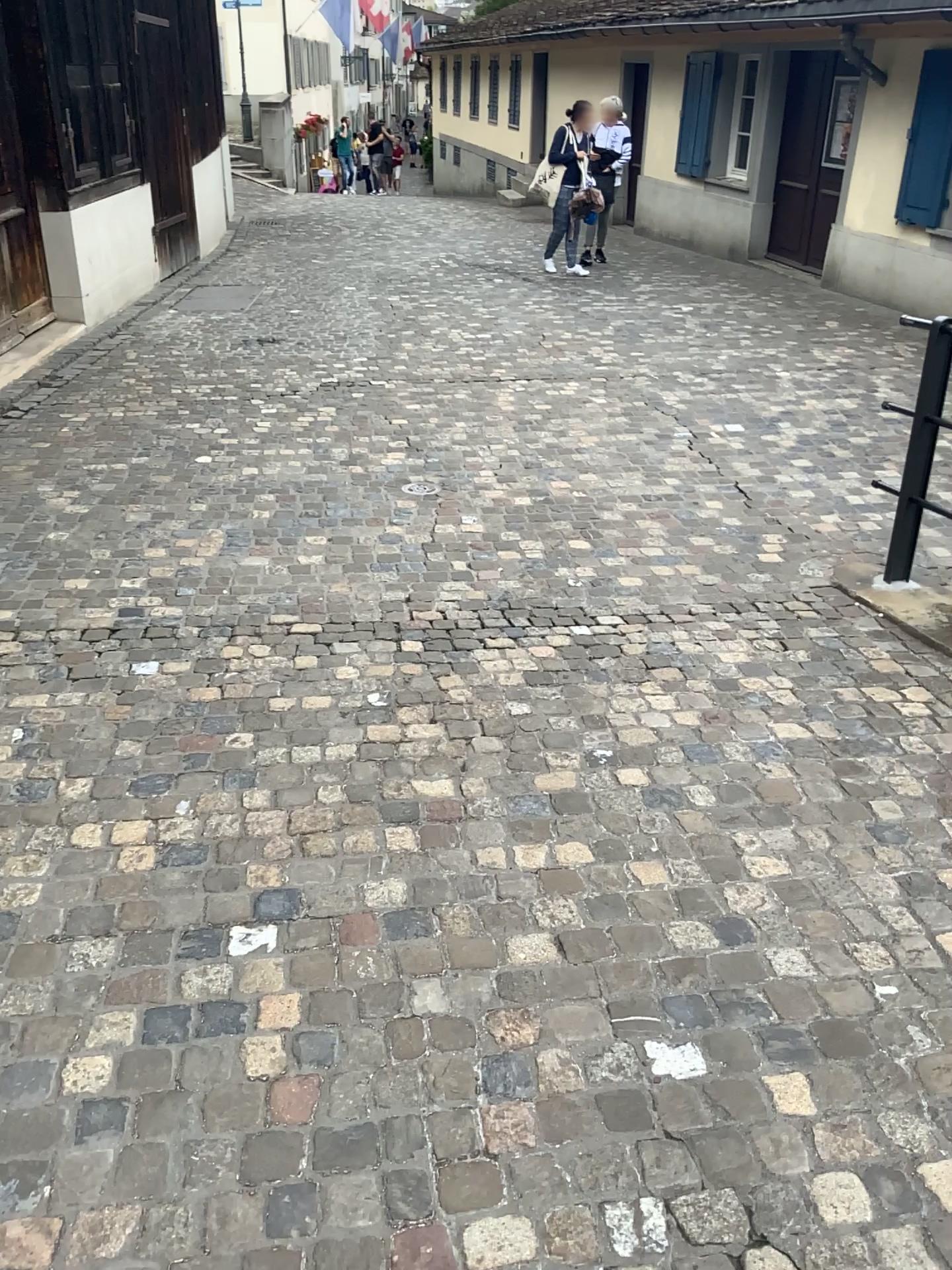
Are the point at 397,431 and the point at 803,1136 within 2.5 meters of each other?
no
